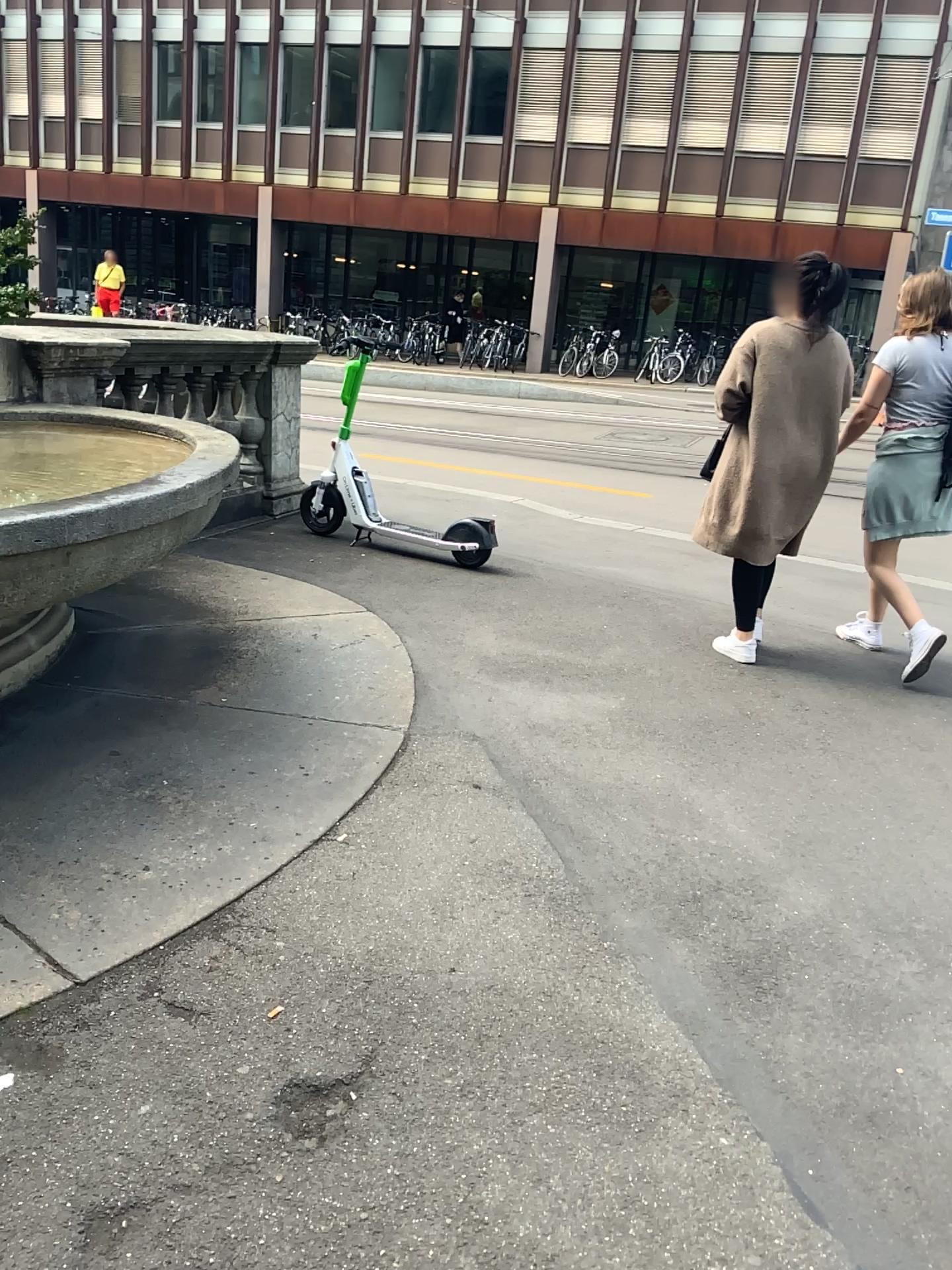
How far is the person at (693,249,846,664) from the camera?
4.20m

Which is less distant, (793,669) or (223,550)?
(793,669)

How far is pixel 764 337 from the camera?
4.2 meters
